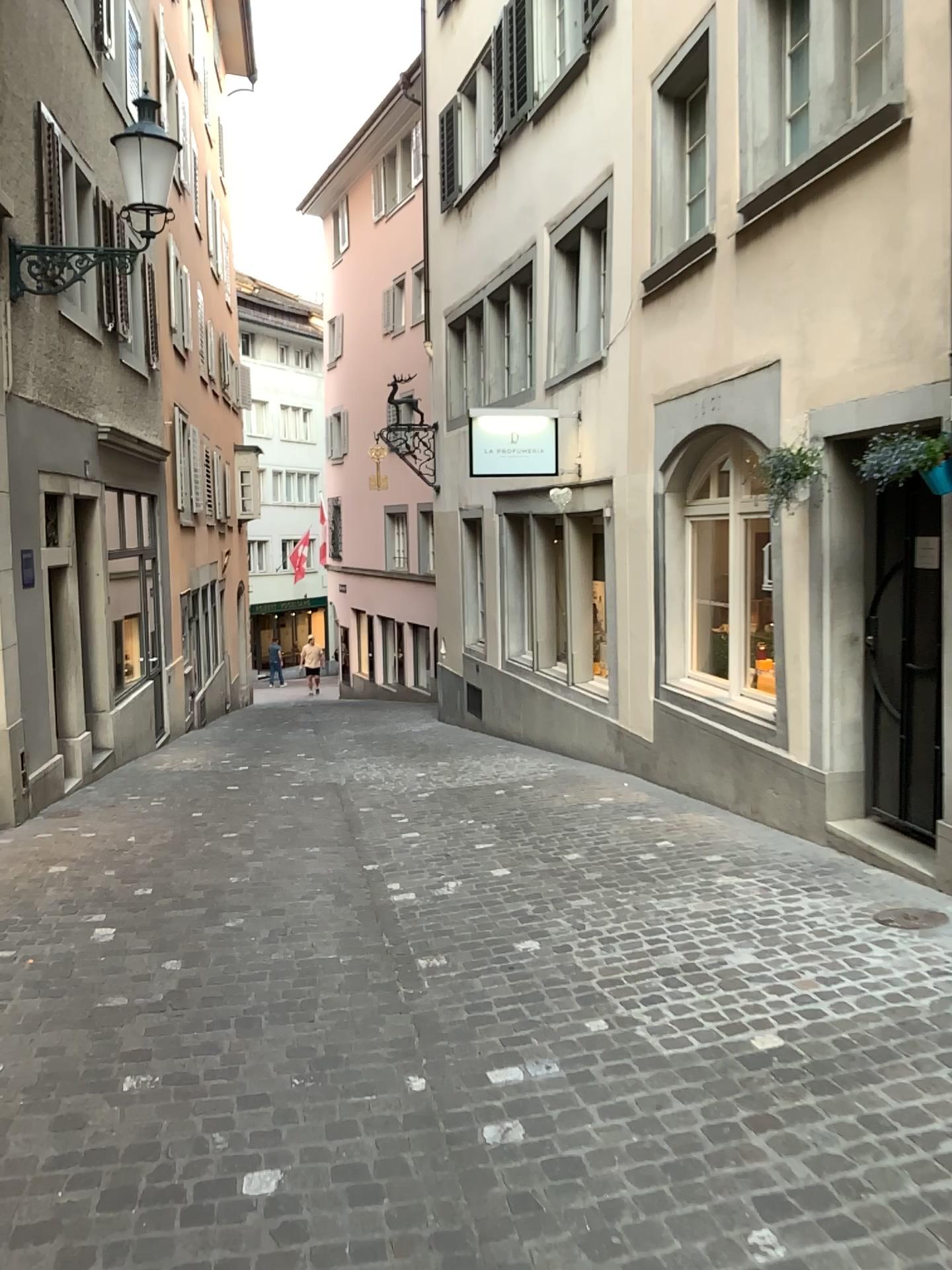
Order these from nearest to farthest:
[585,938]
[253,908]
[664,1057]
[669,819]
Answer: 1. [664,1057]
2. [585,938]
3. [253,908]
4. [669,819]
